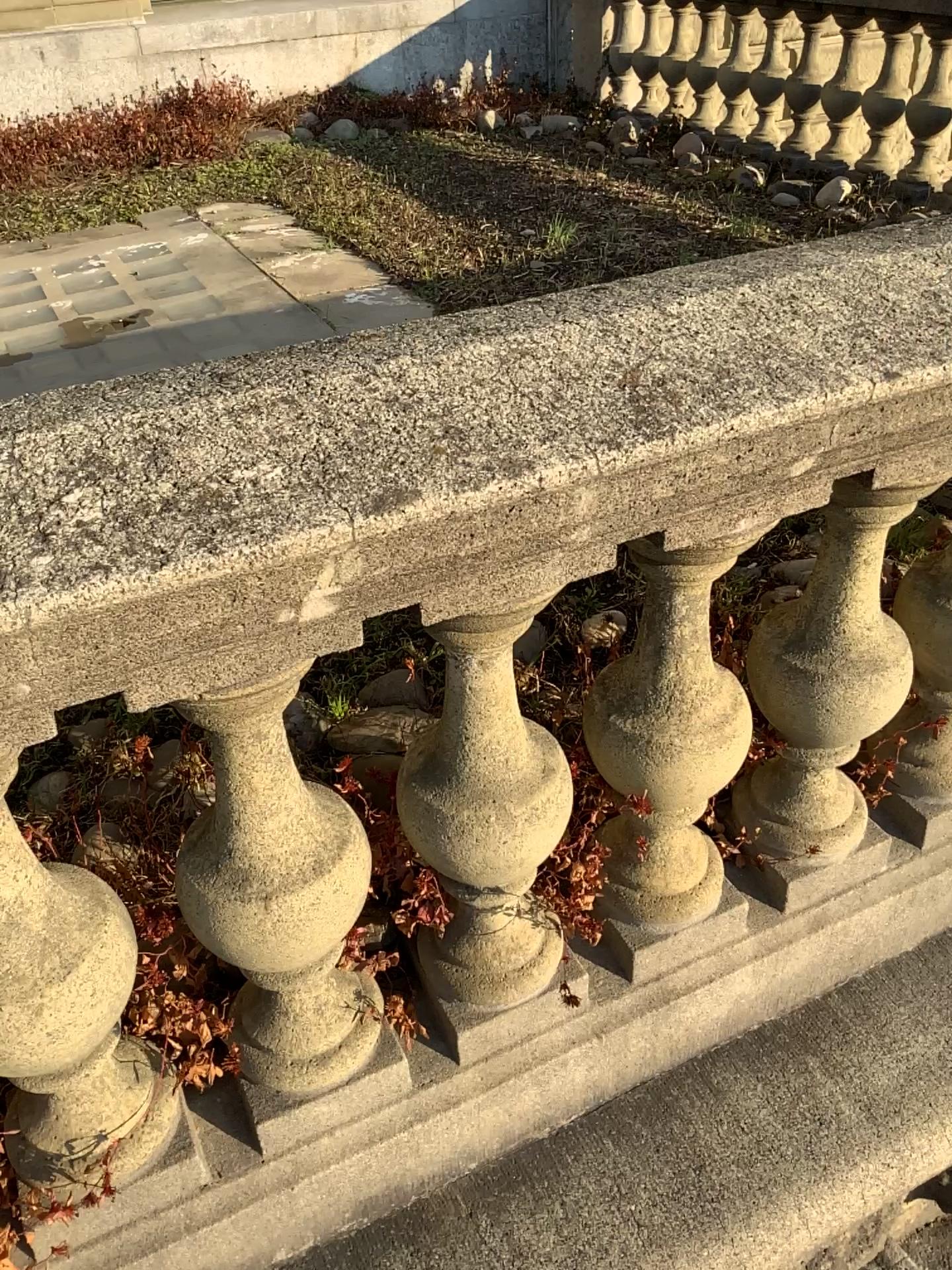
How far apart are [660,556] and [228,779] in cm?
54

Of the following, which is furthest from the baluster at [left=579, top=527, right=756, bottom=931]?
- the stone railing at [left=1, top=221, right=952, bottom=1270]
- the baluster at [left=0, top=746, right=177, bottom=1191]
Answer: the baluster at [left=0, top=746, right=177, bottom=1191]

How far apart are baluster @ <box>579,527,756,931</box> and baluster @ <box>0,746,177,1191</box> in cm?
57

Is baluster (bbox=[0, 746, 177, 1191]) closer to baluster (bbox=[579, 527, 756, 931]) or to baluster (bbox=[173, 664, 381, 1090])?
baluster (bbox=[173, 664, 381, 1090])

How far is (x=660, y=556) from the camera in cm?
121

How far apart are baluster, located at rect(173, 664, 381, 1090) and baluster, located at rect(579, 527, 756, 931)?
0.3m

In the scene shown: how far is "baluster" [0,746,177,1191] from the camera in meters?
1.0 m

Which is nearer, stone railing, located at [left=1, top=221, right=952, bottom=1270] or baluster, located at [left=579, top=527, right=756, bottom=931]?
stone railing, located at [left=1, top=221, right=952, bottom=1270]

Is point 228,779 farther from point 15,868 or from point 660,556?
point 660,556

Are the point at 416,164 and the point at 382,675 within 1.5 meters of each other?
no
